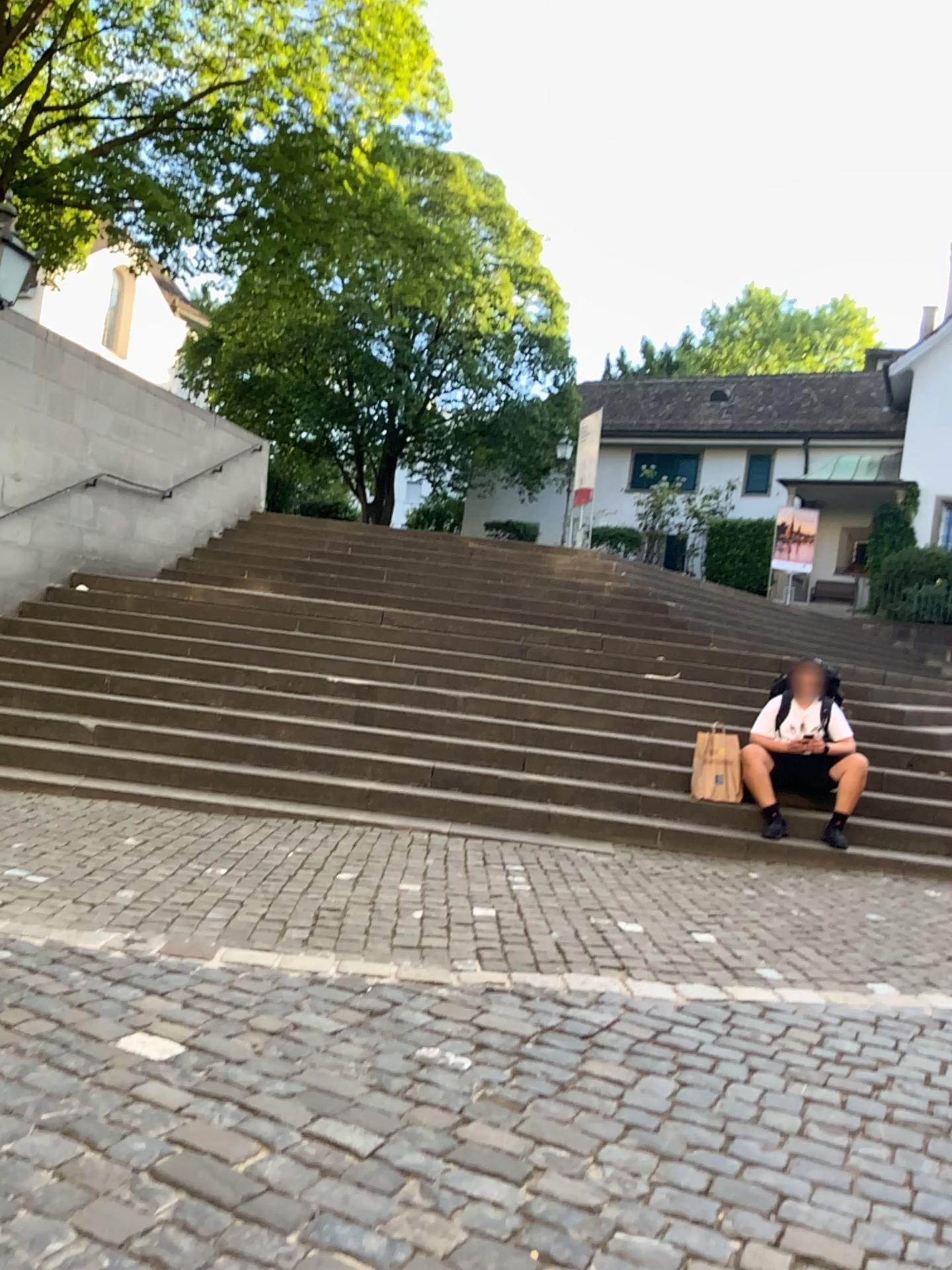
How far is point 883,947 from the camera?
4.6m
